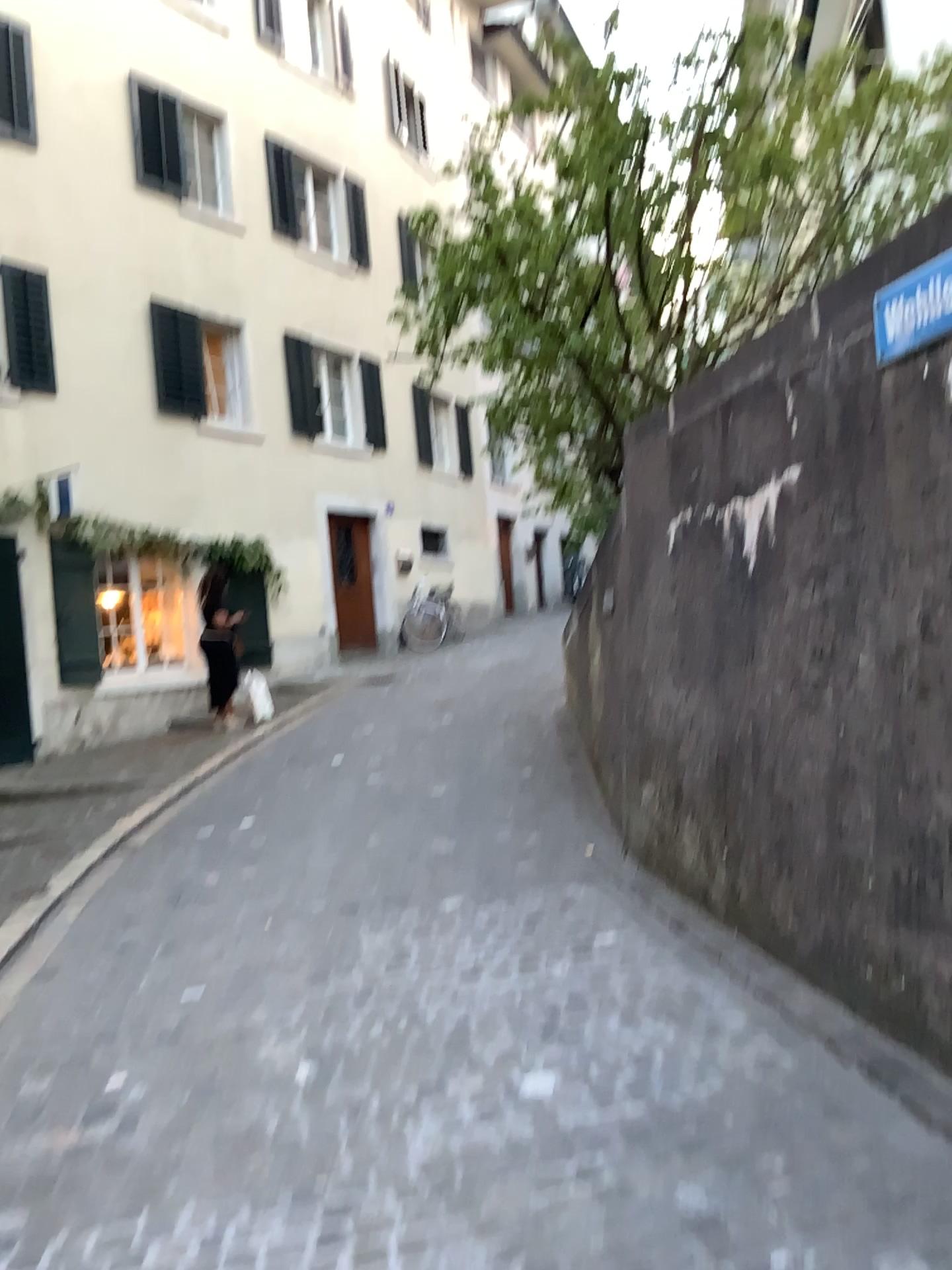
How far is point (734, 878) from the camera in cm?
397
